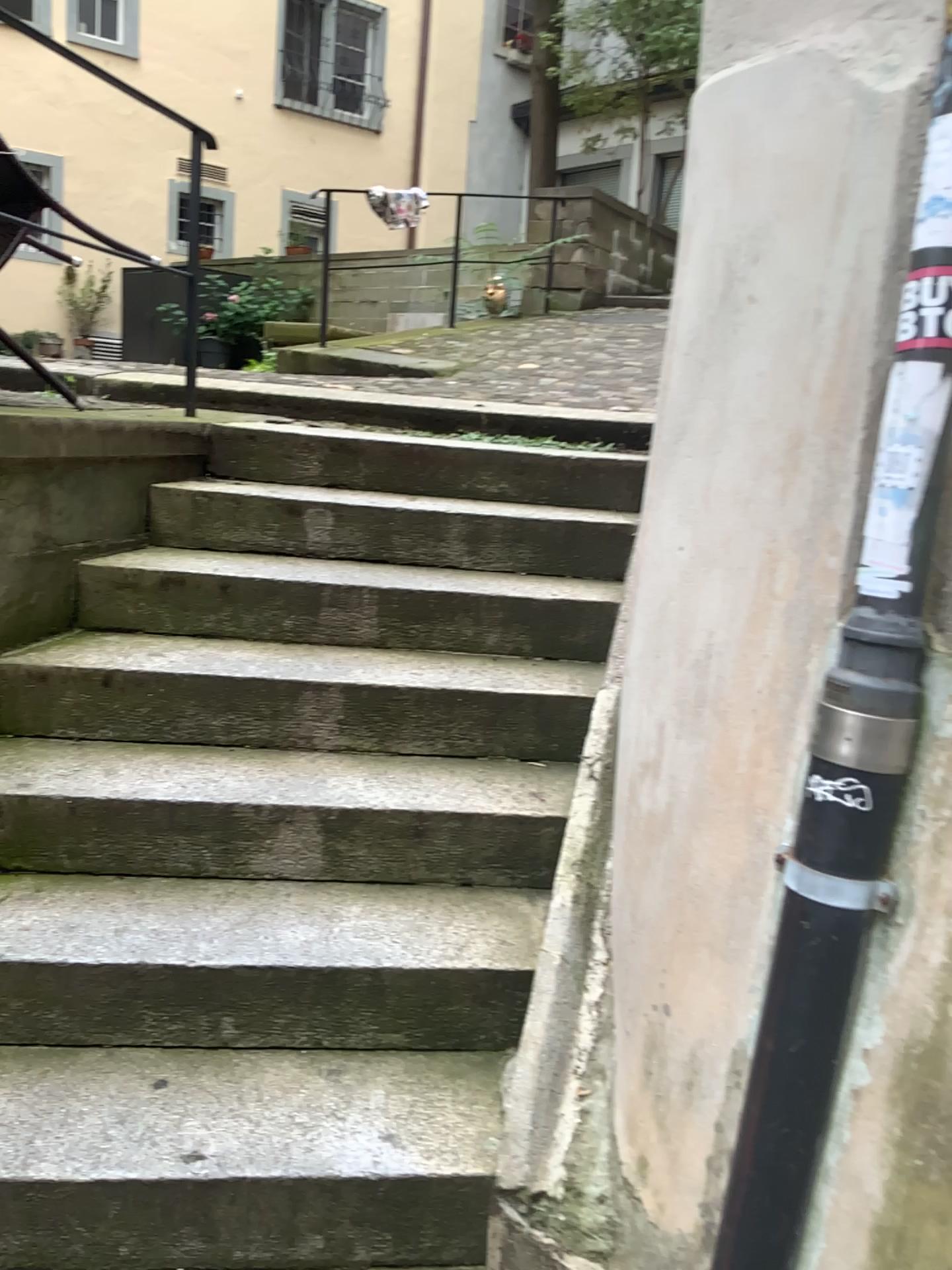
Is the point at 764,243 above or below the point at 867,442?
above

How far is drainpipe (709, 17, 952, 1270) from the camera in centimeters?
125cm

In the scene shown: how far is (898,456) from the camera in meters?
1.3 m
